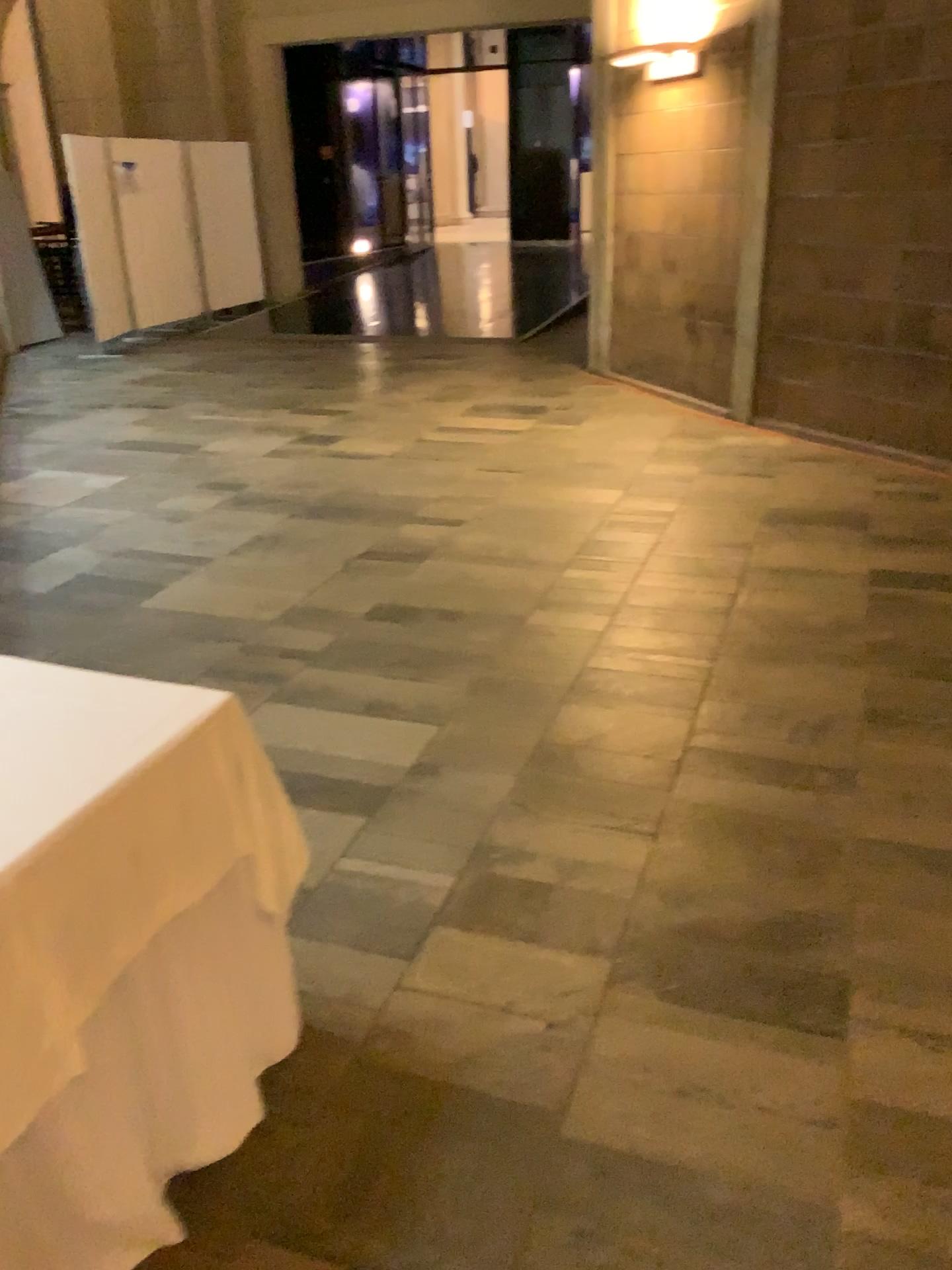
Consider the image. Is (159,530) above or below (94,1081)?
below
